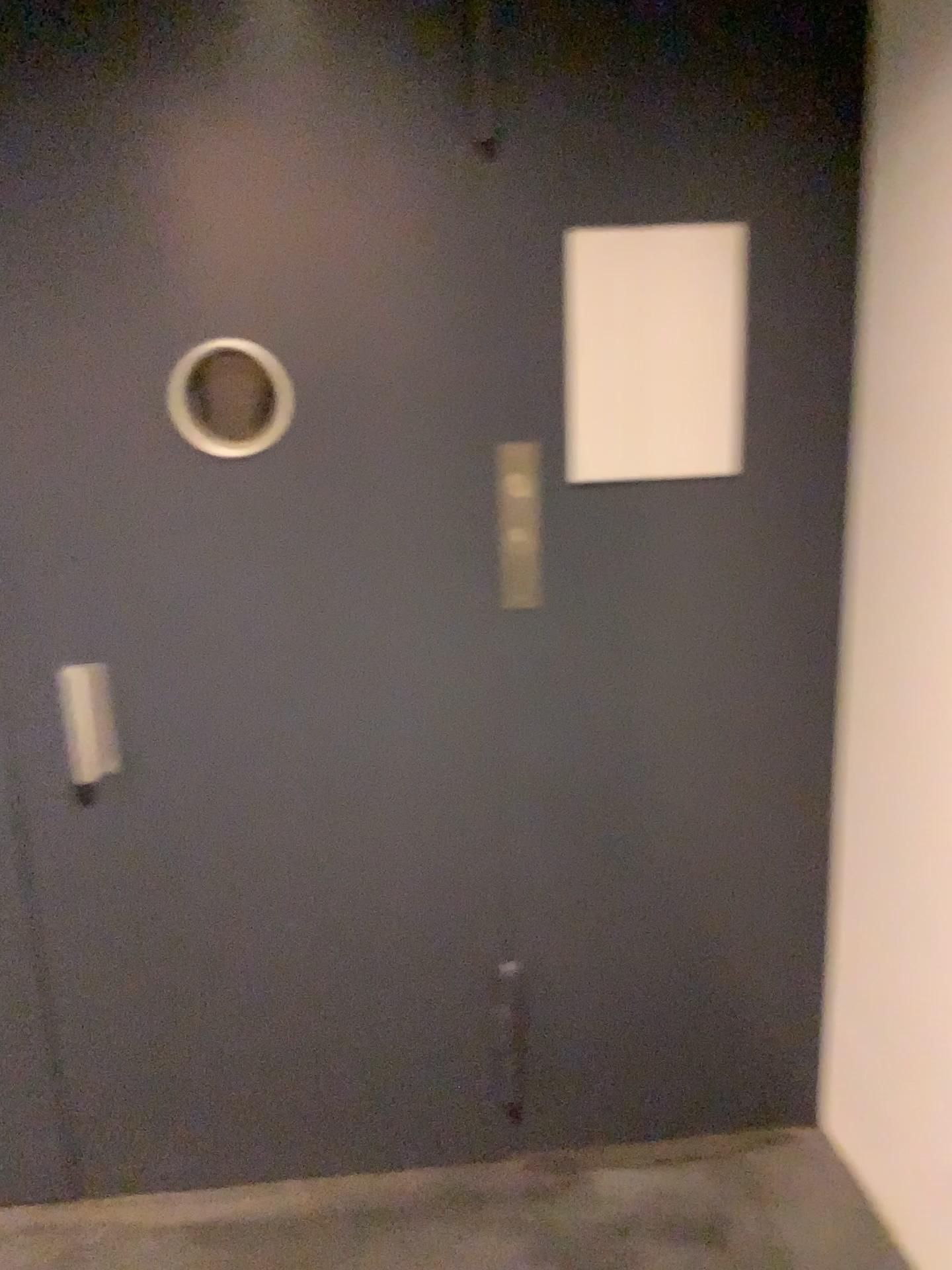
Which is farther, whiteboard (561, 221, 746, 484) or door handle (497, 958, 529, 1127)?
door handle (497, 958, 529, 1127)

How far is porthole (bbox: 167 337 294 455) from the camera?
1.80m

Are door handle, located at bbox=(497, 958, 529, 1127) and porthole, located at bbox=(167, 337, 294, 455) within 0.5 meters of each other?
no

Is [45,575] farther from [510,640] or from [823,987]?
[823,987]

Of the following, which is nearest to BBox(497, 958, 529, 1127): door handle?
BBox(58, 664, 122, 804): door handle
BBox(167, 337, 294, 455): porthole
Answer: BBox(58, 664, 122, 804): door handle

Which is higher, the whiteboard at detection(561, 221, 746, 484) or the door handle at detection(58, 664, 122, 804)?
the whiteboard at detection(561, 221, 746, 484)

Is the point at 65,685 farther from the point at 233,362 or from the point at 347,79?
the point at 347,79

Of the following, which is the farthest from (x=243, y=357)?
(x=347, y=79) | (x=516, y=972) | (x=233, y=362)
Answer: (x=516, y=972)

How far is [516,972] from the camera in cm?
210

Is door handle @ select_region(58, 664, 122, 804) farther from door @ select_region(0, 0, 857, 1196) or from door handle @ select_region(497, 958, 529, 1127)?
door handle @ select_region(497, 958, 529, 1127)
